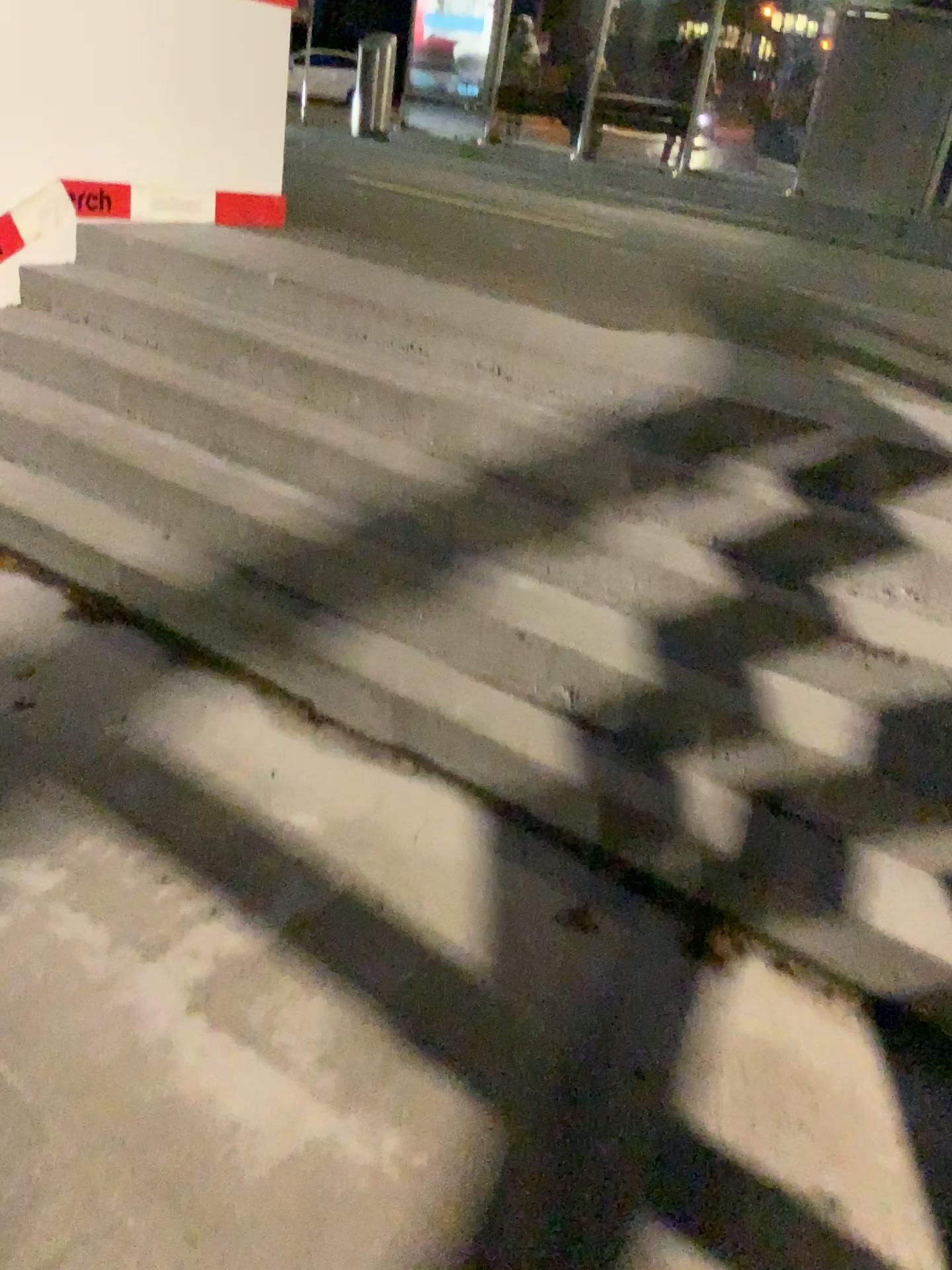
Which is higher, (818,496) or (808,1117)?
(818,496)
